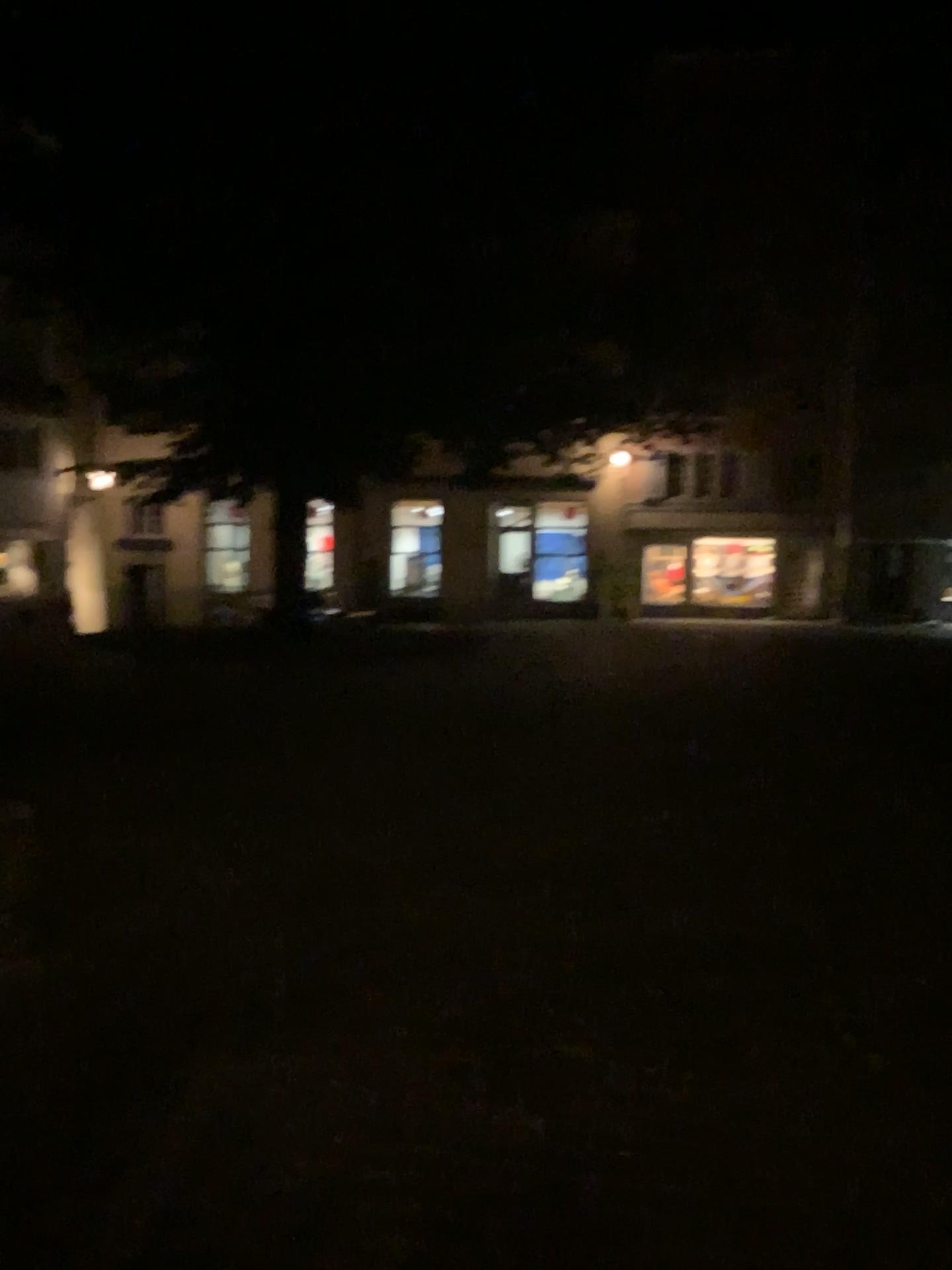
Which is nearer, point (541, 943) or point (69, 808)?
point (541, 943)
